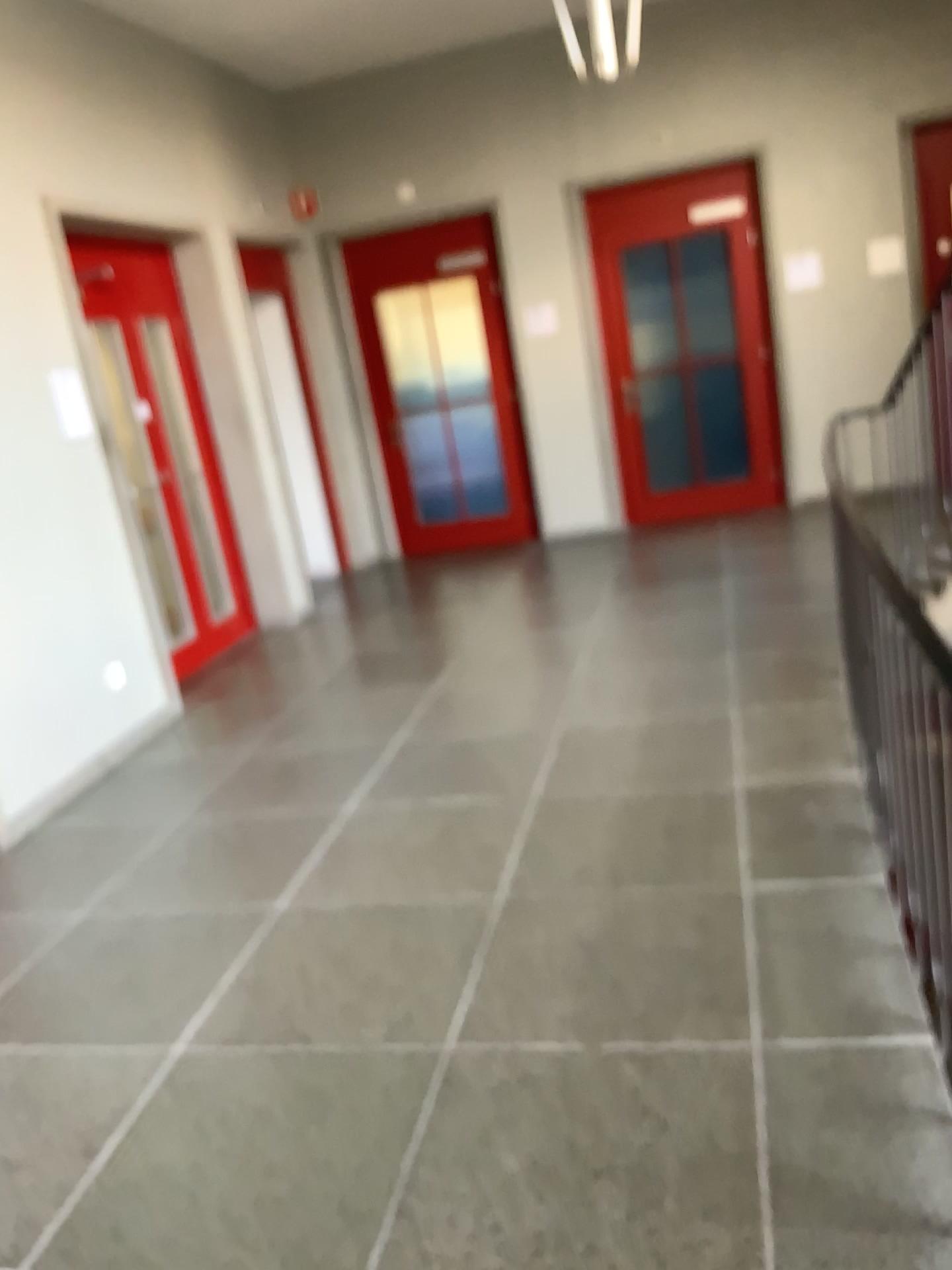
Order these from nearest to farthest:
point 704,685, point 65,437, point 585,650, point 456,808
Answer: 1. point 456,808
2. point 704,685
3. point 65,437
4. point 585,650
